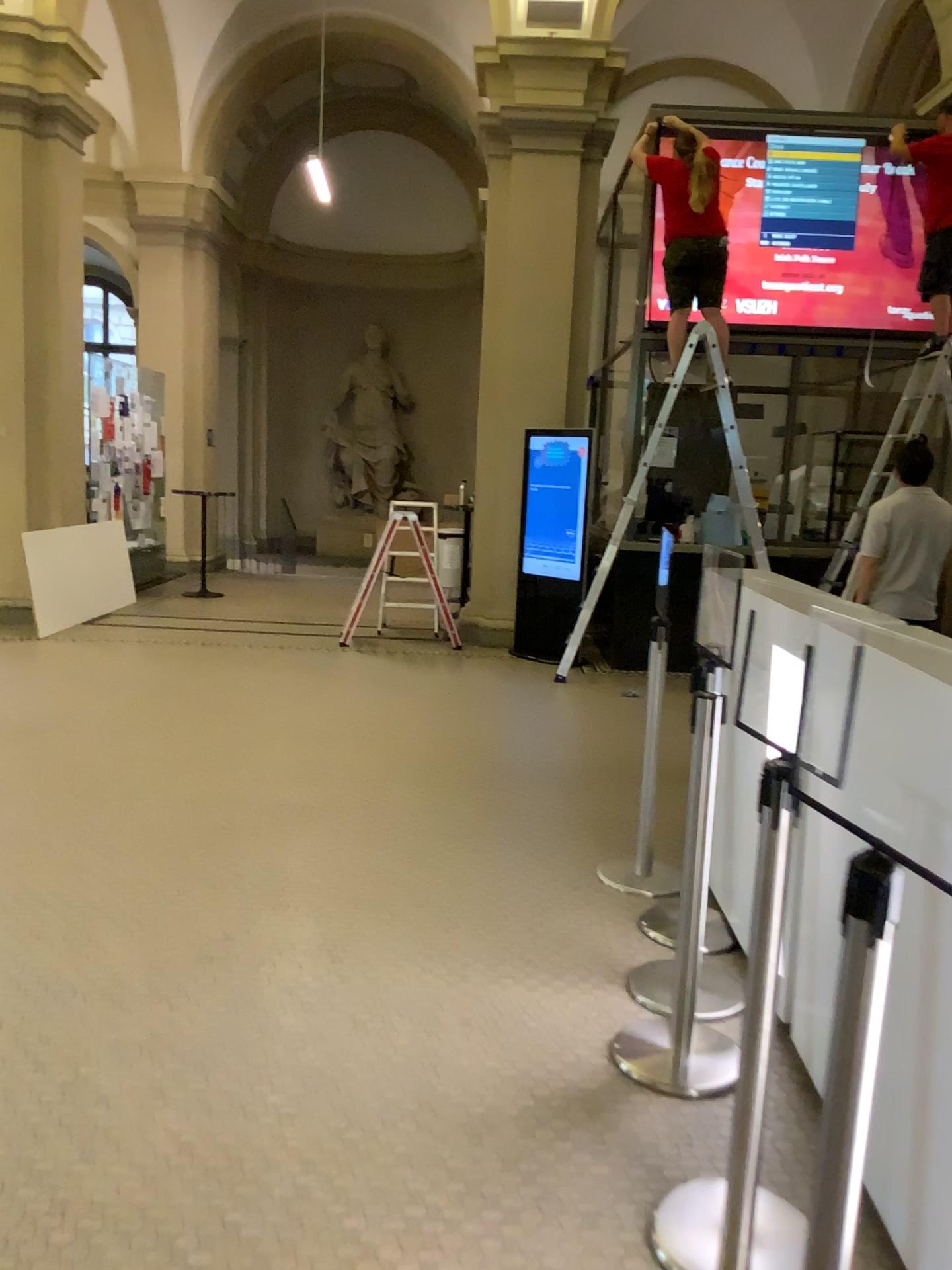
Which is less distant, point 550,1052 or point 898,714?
point 898,714
